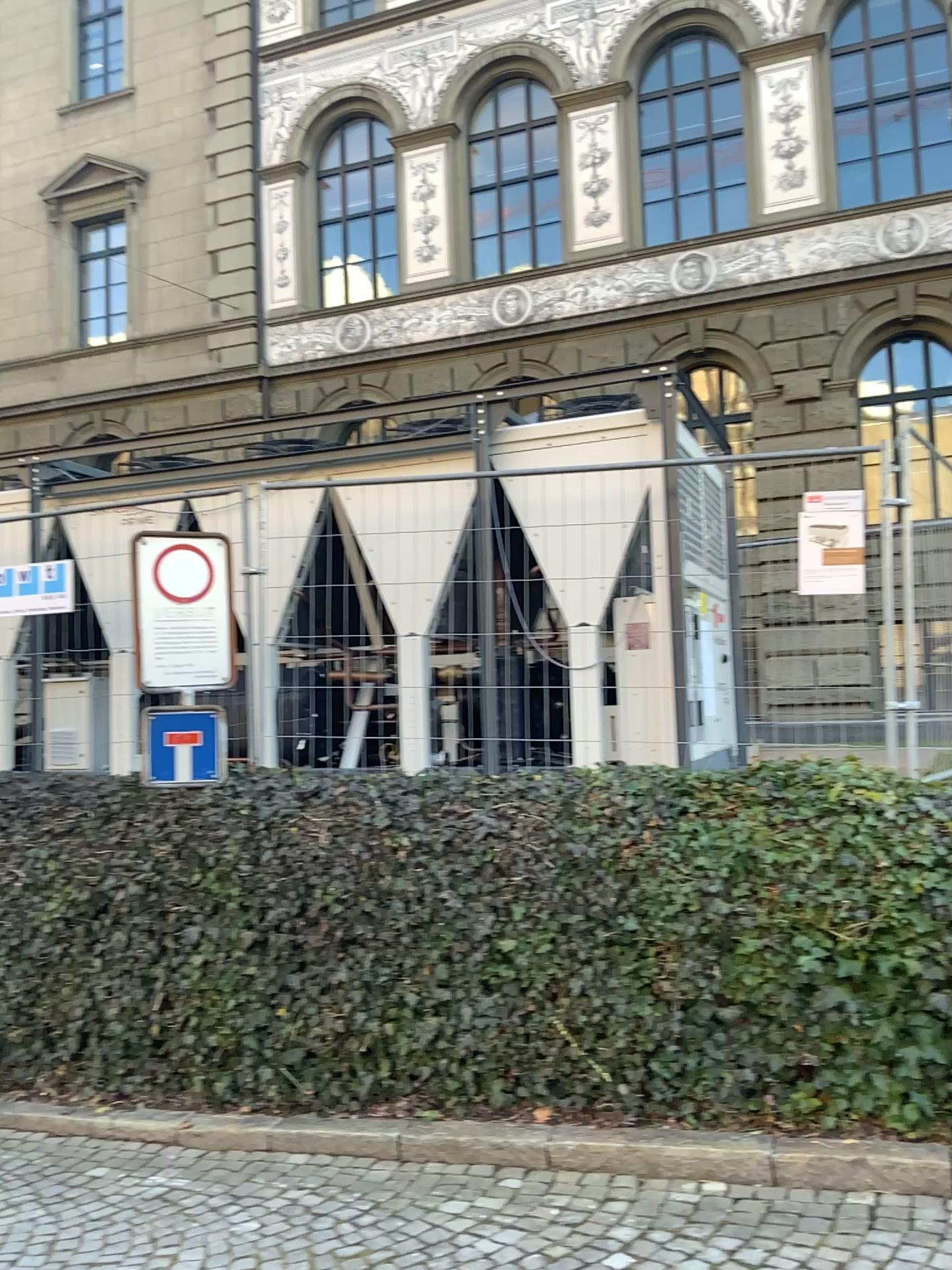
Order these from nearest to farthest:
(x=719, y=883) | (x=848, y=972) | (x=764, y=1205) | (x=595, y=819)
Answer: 1. (x=764, y=1205)
2. (x=848, y=972)
3. (x=719, y=883)
4. (x=595, y=819)
